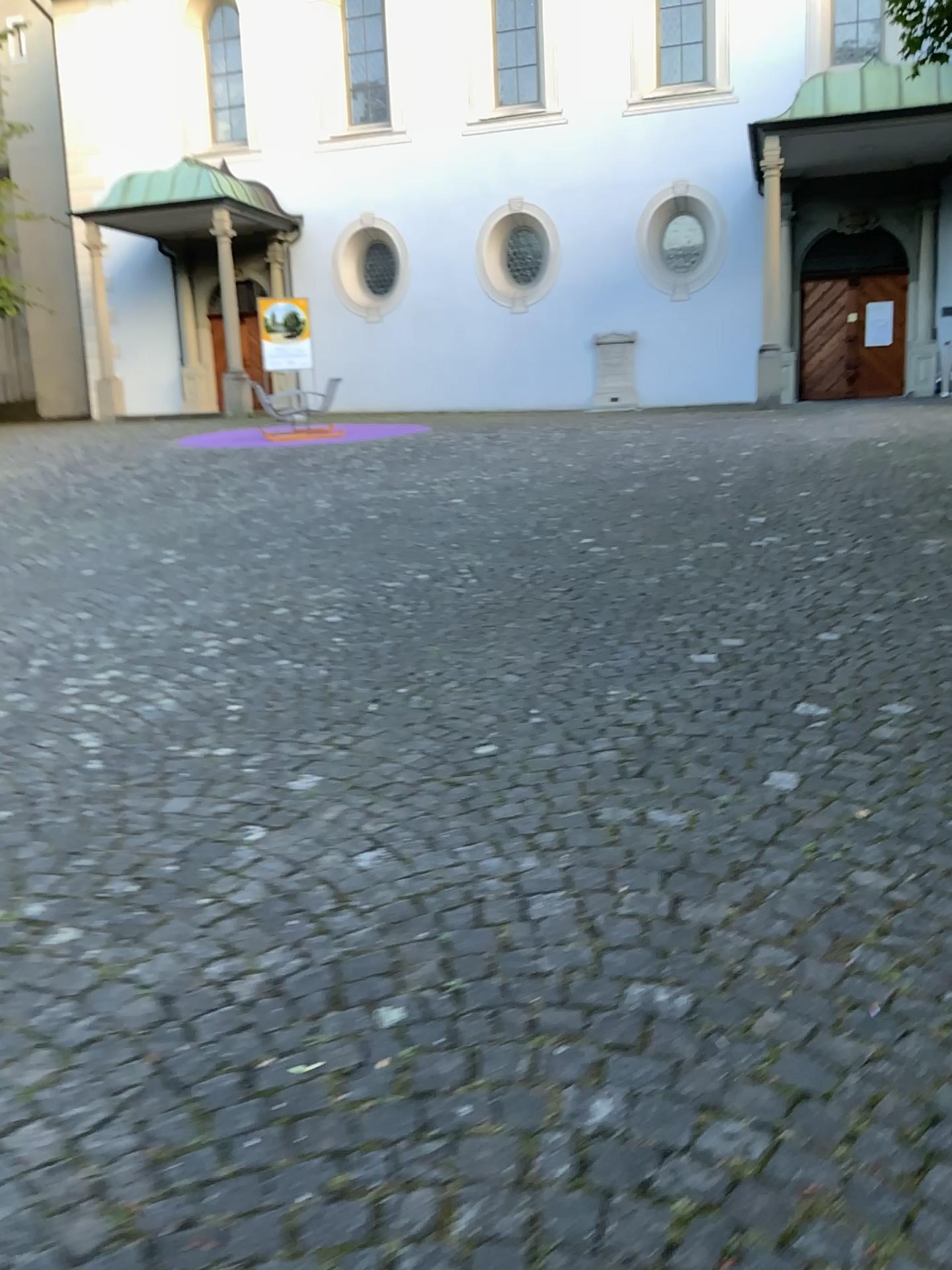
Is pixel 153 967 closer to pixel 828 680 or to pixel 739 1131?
pixel 739 1131
